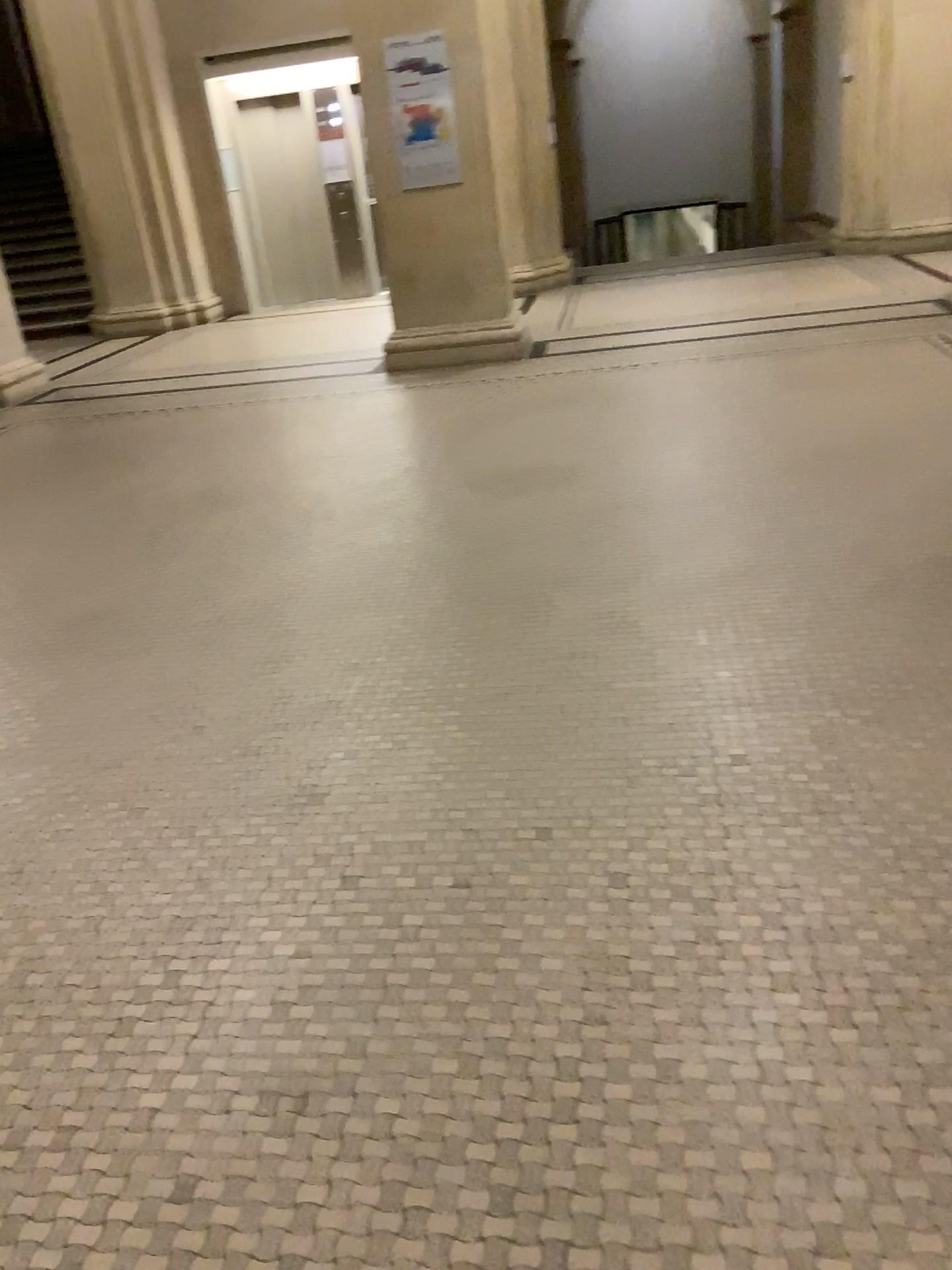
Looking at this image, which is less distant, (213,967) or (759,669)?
(213,967)
